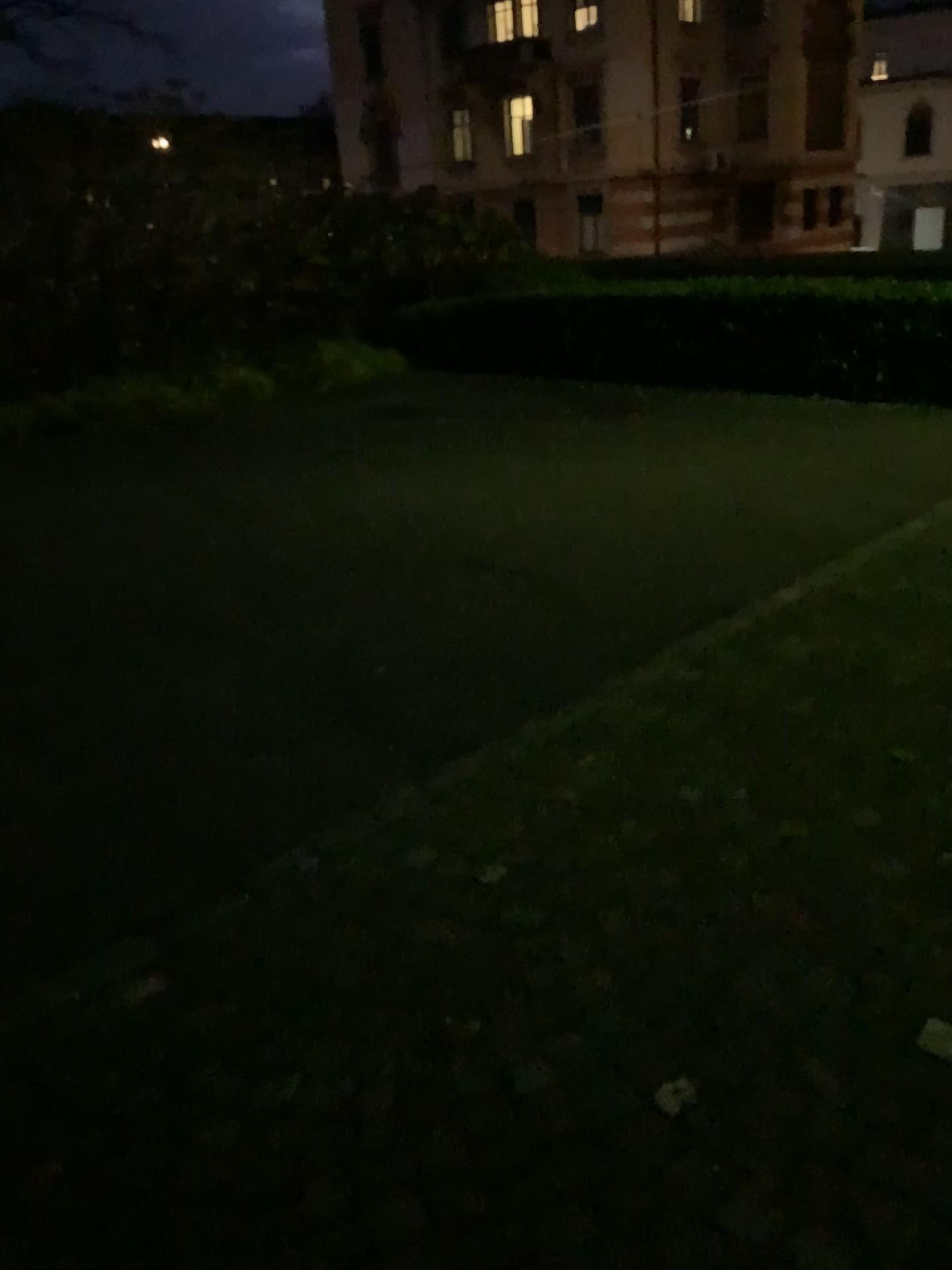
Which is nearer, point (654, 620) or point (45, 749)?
point (45, 749)
